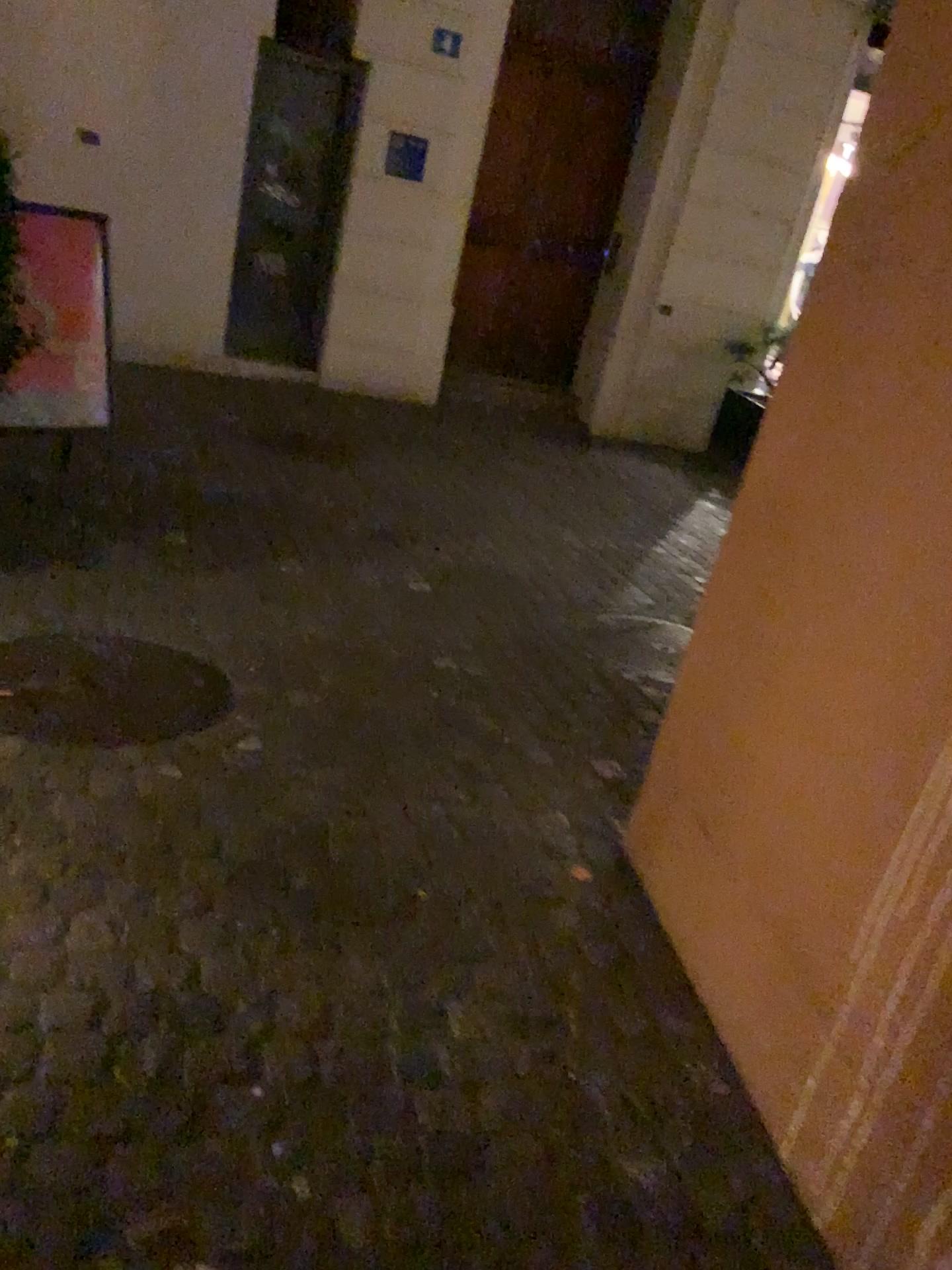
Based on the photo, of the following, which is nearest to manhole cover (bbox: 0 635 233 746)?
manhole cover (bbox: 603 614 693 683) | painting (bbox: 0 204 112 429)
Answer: painting (bbox: 0 204 112 429)

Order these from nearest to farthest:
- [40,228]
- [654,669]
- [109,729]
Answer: [109,729]
[40,228]
[654,669]

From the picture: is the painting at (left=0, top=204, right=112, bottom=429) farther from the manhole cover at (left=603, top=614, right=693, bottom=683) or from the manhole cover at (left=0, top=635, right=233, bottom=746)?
the manhole cover at (left=603, top=614, right=693, bottom=683)

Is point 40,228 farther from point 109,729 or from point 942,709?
point 942,709

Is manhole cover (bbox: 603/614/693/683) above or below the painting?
below

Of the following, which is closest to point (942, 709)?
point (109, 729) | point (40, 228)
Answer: point (109, 729)

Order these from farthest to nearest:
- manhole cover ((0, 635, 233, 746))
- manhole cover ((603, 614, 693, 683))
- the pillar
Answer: manhole cover ((603, 614, 693, 683)), manhole cover ((0, 635, 233, 746)), the pillar

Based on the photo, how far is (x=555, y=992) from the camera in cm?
205

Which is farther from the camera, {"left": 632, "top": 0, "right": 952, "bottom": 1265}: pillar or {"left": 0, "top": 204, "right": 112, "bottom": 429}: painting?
{"left": 0, "top": 204, "right": 112, "bottom": 429}: painting
